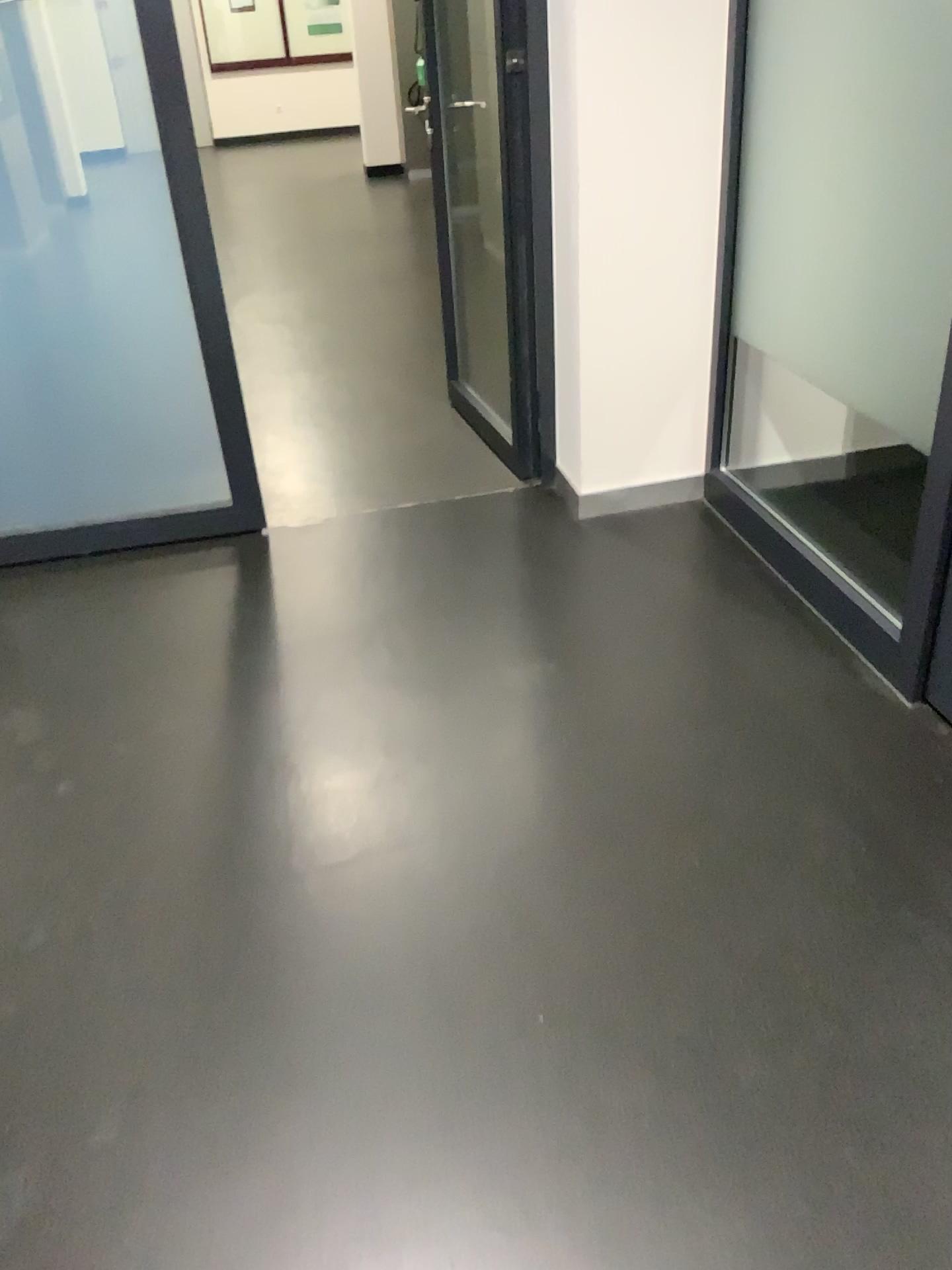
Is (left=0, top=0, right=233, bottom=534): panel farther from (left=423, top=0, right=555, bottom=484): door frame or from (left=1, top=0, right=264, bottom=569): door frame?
(left=423, top=0, right=555, bottom=484): door frame

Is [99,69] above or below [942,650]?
above

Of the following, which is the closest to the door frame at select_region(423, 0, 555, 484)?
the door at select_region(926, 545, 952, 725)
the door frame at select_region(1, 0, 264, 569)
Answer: the door frame at select_region(1, 0, 264, 569)

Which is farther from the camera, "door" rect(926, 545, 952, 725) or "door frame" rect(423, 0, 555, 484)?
"door frame" rect(423, 0, 555, 484)

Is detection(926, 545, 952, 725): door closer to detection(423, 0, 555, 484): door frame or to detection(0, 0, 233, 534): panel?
detection(423, 0, 555, 484): door frame

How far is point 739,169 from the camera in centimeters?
281cm

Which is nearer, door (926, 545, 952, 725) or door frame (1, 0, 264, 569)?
door (926, 545, 952, 725)

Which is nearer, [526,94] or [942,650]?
[942,650]

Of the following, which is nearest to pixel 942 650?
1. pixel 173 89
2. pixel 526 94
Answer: pixel 526 94
